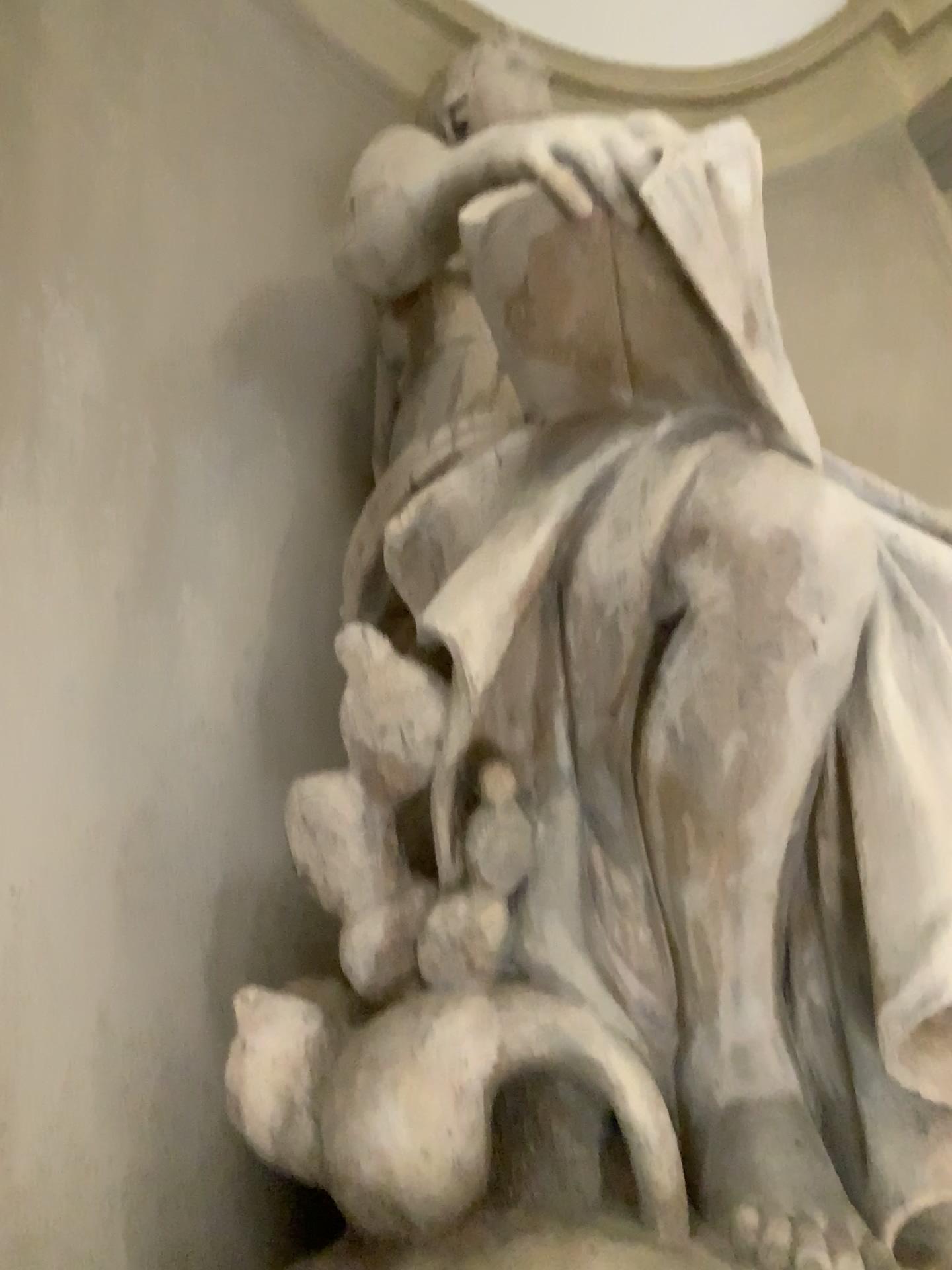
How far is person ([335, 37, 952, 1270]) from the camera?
1.35m

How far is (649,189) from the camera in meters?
1.3 m

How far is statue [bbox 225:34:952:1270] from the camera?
1.3m

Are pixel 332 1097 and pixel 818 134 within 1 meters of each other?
no

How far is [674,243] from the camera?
1.3m
